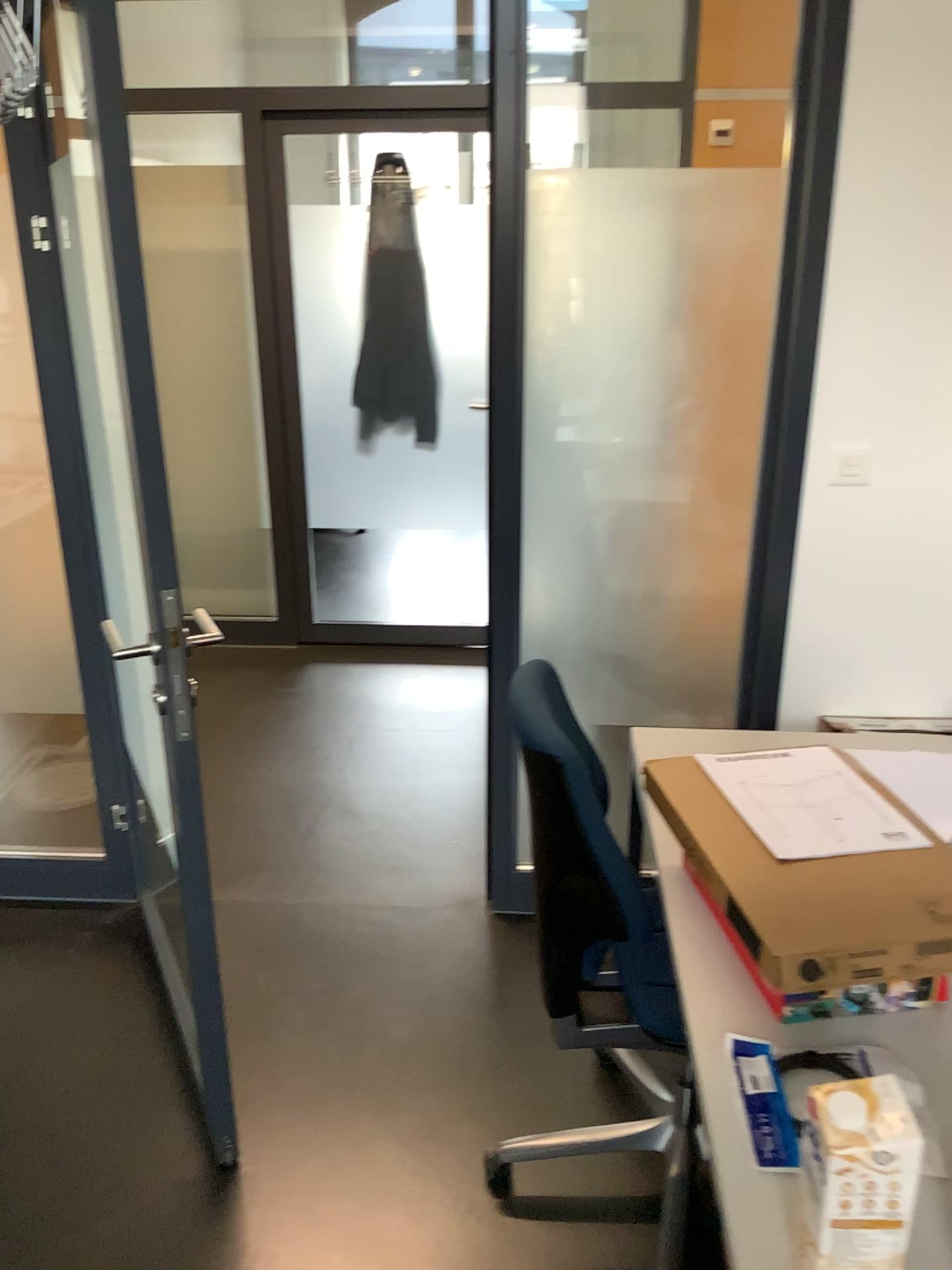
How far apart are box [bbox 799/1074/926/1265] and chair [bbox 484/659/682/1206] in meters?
0.6

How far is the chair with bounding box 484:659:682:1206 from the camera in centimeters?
149cm

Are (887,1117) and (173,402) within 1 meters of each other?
no

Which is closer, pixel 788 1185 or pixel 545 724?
pixel 788 1185

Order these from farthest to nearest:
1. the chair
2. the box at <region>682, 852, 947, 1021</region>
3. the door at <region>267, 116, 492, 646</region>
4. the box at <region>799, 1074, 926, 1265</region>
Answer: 1. the door at <region>267, 116, 492, 646</region>
2. the chair
3. the box at <region>682, 852, 947, 1021</region>
4. the box at <region>799, 1074, 926, 1265</region>

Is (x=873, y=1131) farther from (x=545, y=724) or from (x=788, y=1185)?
(x=545, y=724)

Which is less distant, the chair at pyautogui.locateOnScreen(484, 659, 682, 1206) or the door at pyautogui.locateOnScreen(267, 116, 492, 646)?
the chair at pyautogui.locateOnScreen(484, 659, 682, 1206)

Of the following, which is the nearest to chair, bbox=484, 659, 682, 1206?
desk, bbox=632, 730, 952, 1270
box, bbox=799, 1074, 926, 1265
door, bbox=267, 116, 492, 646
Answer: desk, bbox=632, 730, 952, 1270

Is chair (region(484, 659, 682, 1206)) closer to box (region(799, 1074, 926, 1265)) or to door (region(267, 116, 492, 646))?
box (region(799, 1074, 926, 1265))

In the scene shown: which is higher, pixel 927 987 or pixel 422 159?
pixel 422 159
